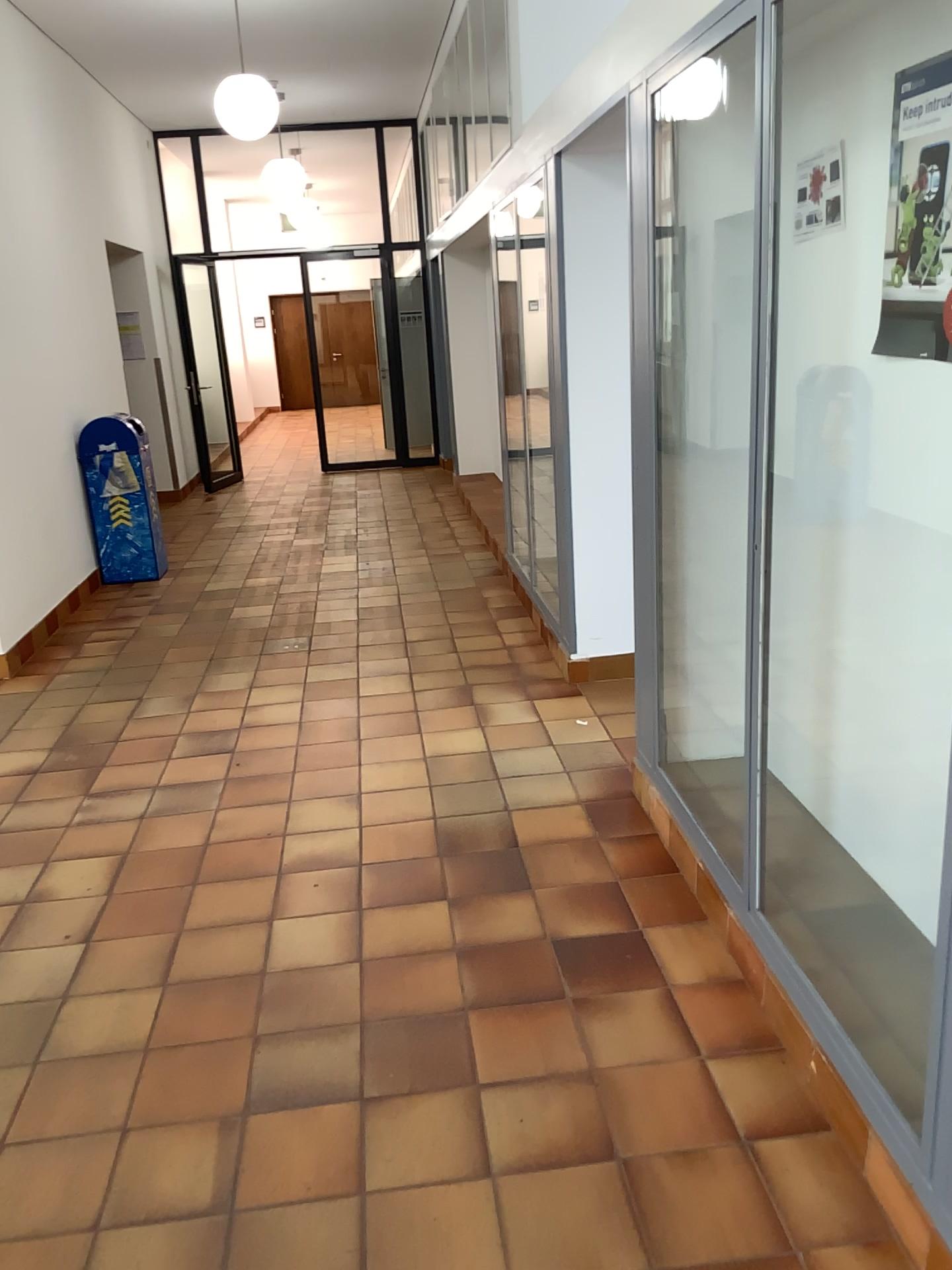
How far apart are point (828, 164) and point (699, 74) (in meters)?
0.44

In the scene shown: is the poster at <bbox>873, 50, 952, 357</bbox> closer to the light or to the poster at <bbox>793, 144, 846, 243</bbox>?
the poster at <bbox>793, 144, 846, 243</bbox>

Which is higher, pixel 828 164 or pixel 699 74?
pixel 699 74

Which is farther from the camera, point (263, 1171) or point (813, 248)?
point (813, 248)

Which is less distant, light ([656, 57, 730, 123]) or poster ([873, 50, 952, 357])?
poster ([873, 50, 952, 357])

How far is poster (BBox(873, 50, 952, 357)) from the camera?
2.2 meters

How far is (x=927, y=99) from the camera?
2.2 meters

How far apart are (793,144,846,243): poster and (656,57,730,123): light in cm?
32

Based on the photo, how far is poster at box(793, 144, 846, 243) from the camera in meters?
2.6

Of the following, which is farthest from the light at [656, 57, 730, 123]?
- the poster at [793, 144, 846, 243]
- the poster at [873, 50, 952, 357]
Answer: the poster at [873, 50, 952, 357]
